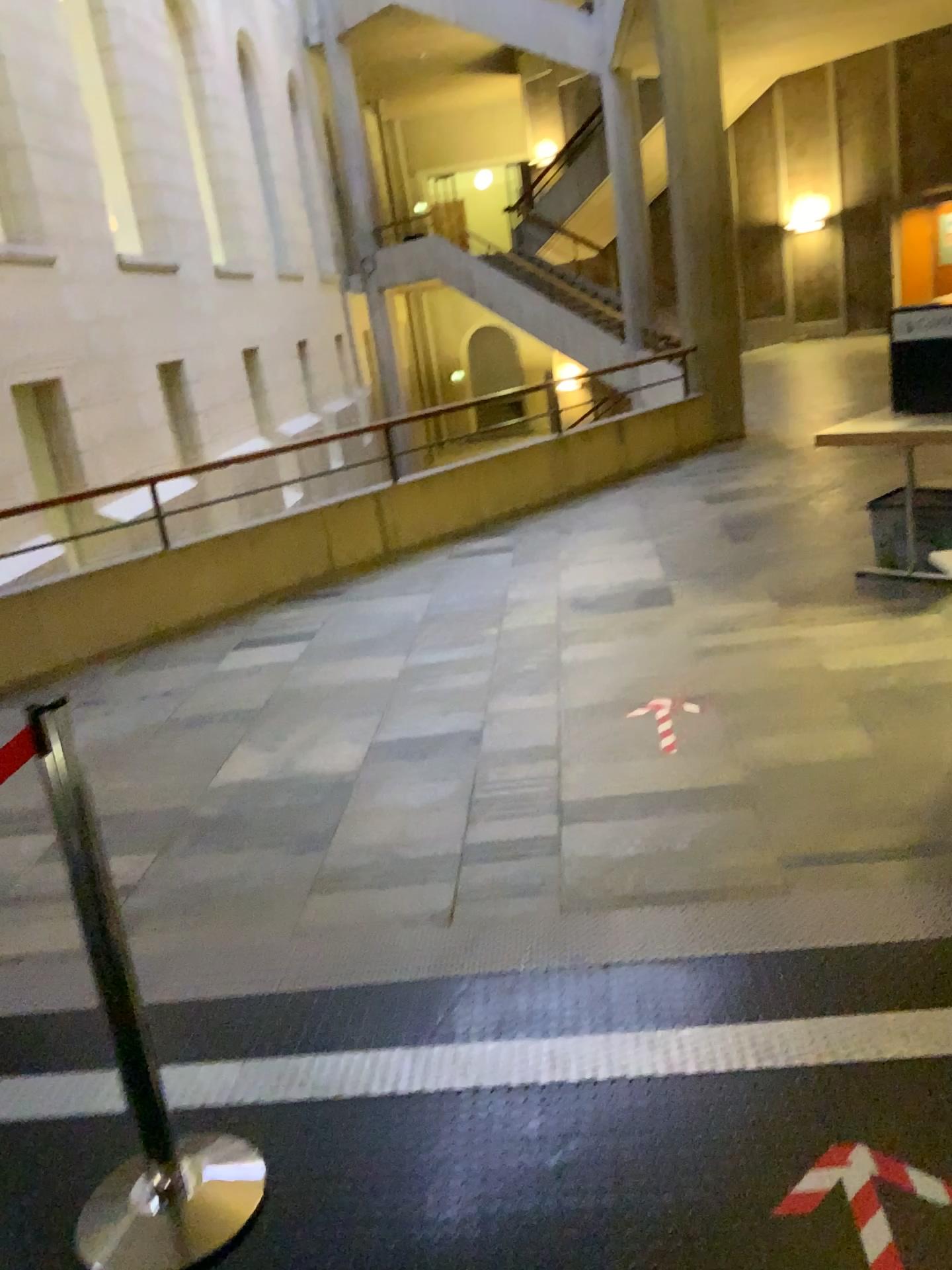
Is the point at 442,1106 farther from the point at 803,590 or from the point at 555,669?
the point at 803,590
